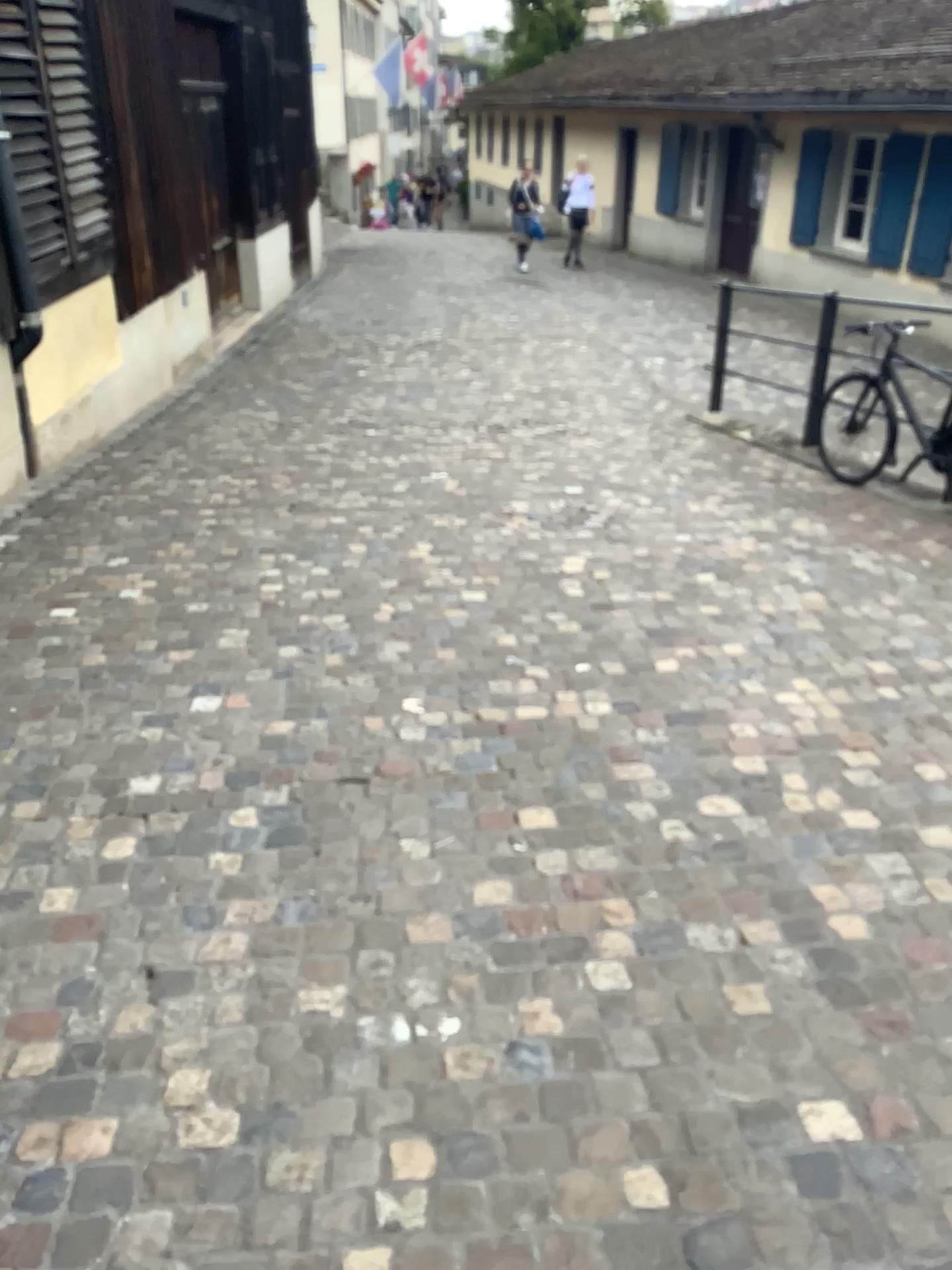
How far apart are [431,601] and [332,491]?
1.53m
